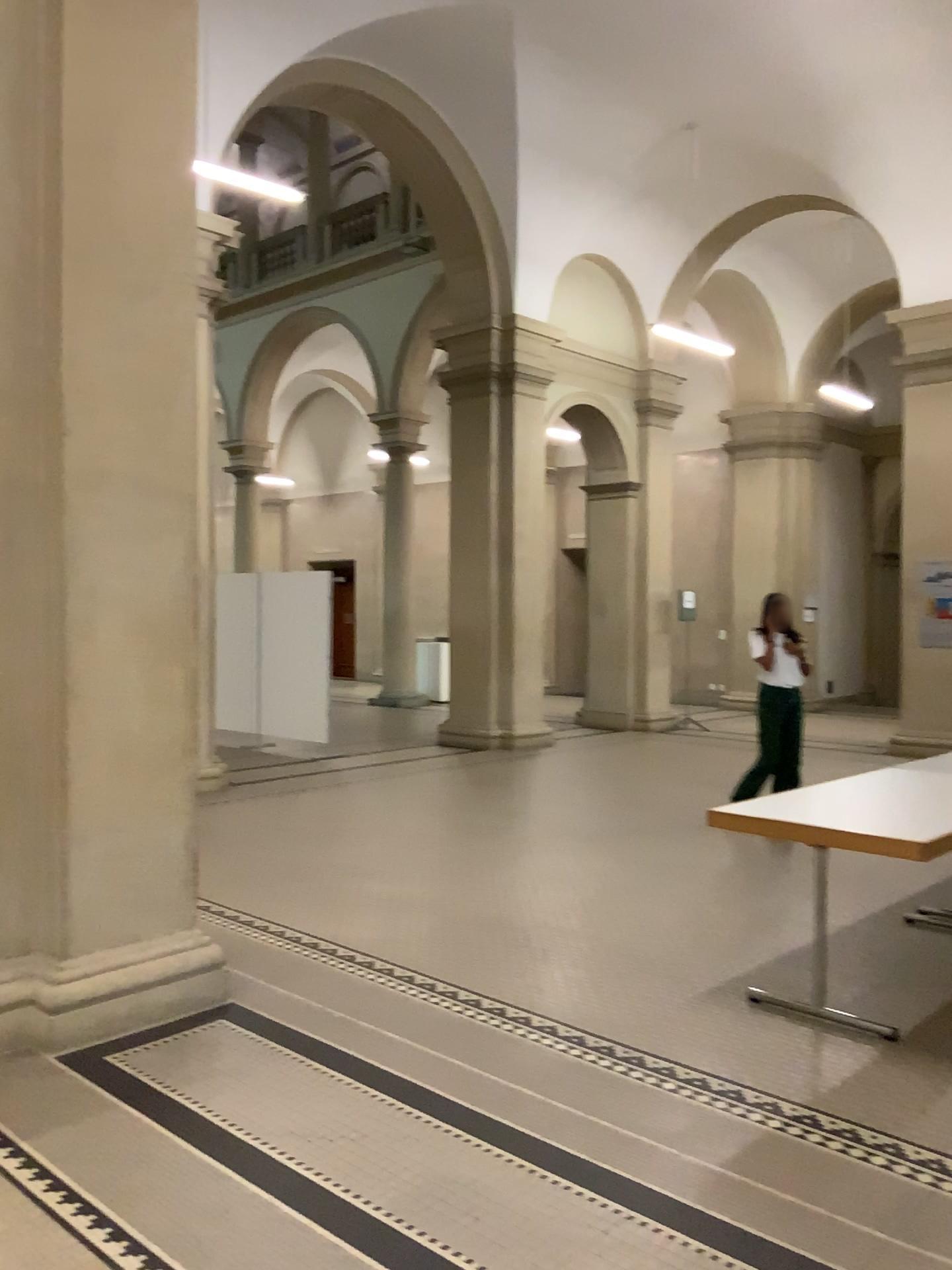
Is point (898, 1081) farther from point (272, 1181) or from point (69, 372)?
point (69, 372)

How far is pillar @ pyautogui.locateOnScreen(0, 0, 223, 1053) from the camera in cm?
371

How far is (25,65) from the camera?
3.7 meters
